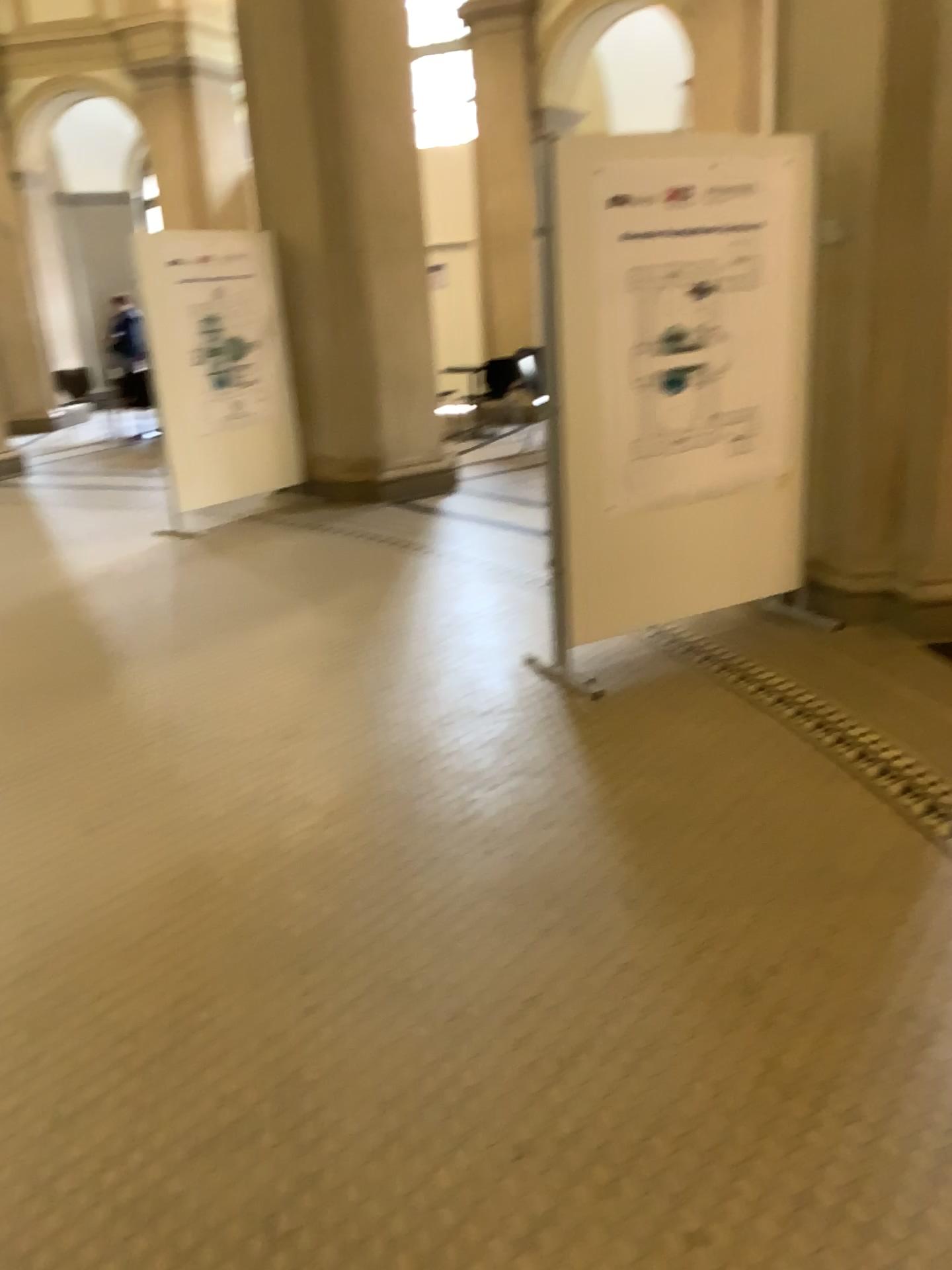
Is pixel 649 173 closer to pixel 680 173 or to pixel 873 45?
pixel 680 173

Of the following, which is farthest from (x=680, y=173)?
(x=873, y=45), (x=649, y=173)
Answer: (x=873, y=45)

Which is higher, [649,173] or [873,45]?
[873,45]

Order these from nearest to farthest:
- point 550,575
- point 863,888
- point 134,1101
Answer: point 134,1101 → point 863,888 → point 550,575
